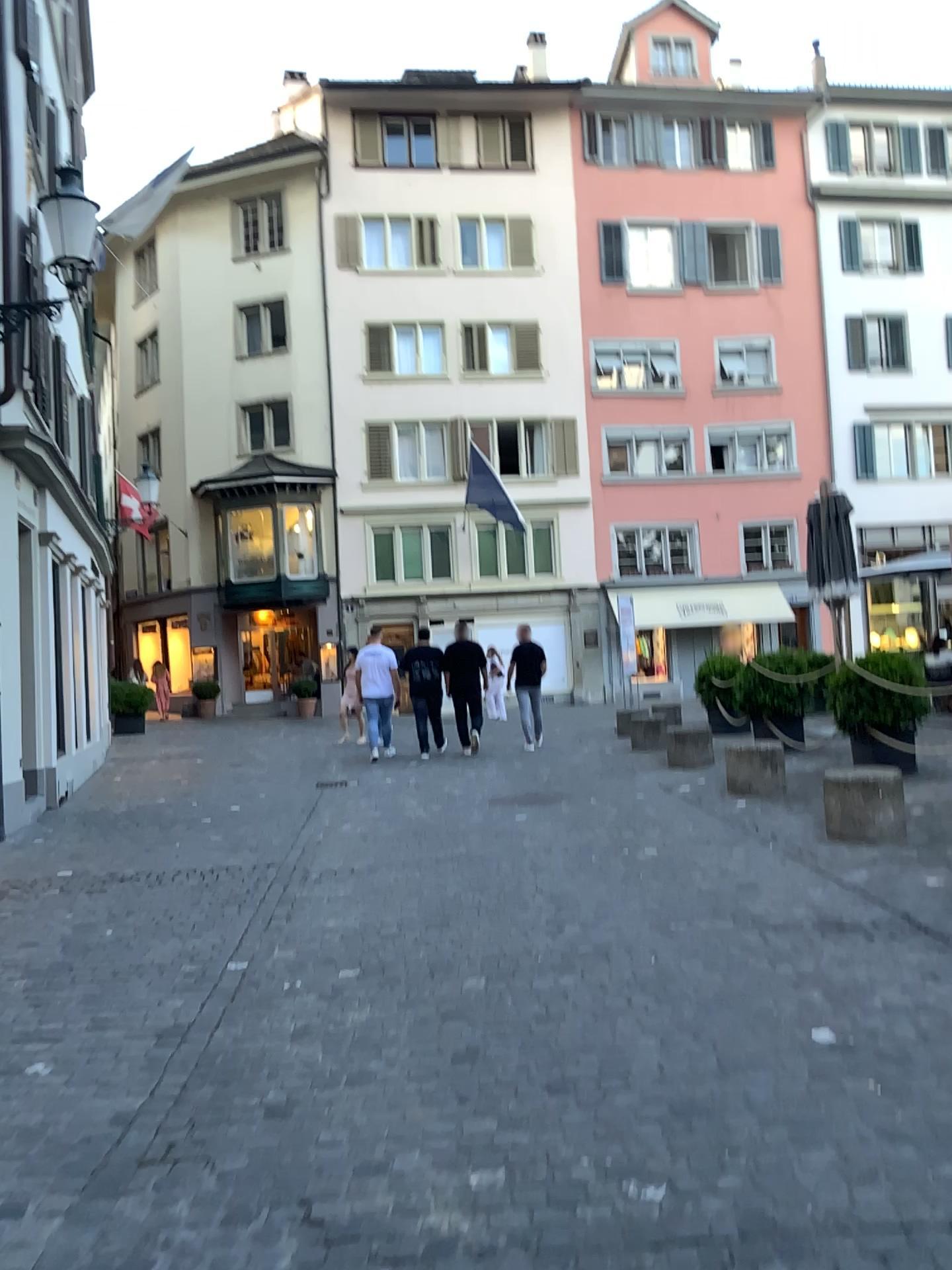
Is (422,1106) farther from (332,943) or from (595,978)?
(332,943)
